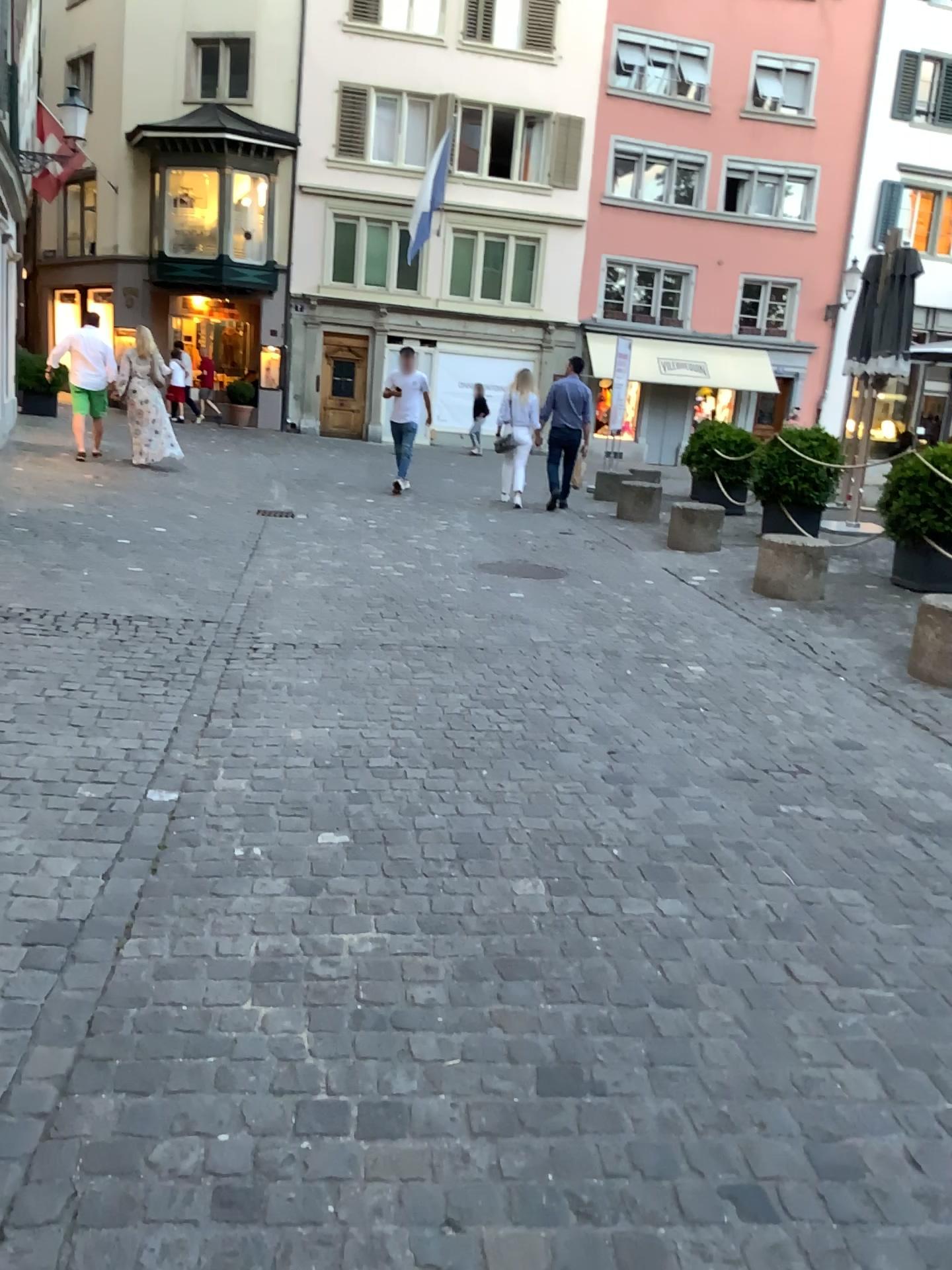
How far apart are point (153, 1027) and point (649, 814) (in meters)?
1.73
